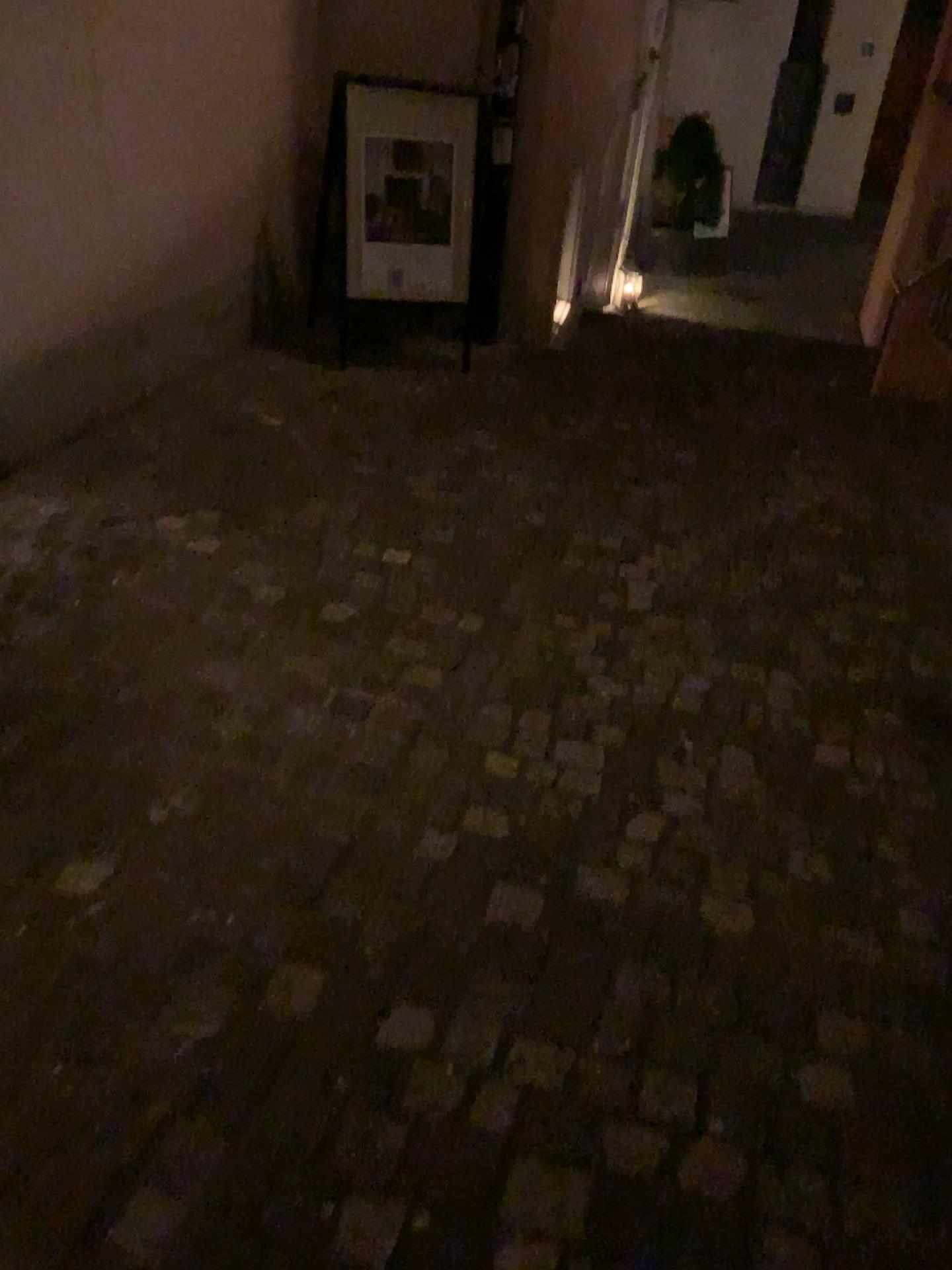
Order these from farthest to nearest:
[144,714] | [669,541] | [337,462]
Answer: [337,462], [669,541], [144,714]

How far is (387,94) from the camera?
4.35m

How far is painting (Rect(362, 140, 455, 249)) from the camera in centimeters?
441cm

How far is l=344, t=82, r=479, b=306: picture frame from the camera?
4.3 meters

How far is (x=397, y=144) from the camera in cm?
441
